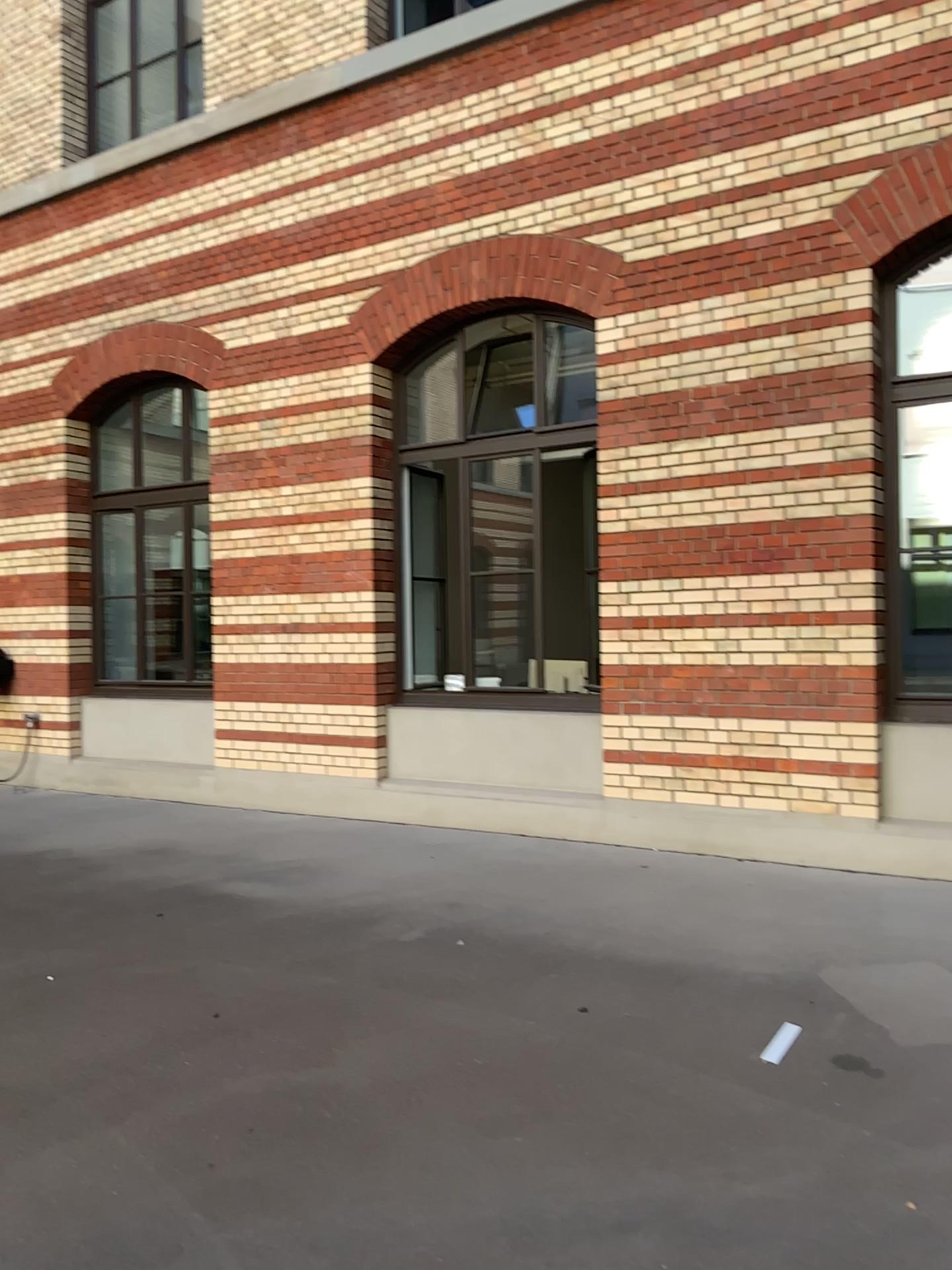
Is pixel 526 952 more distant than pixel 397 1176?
Yes
